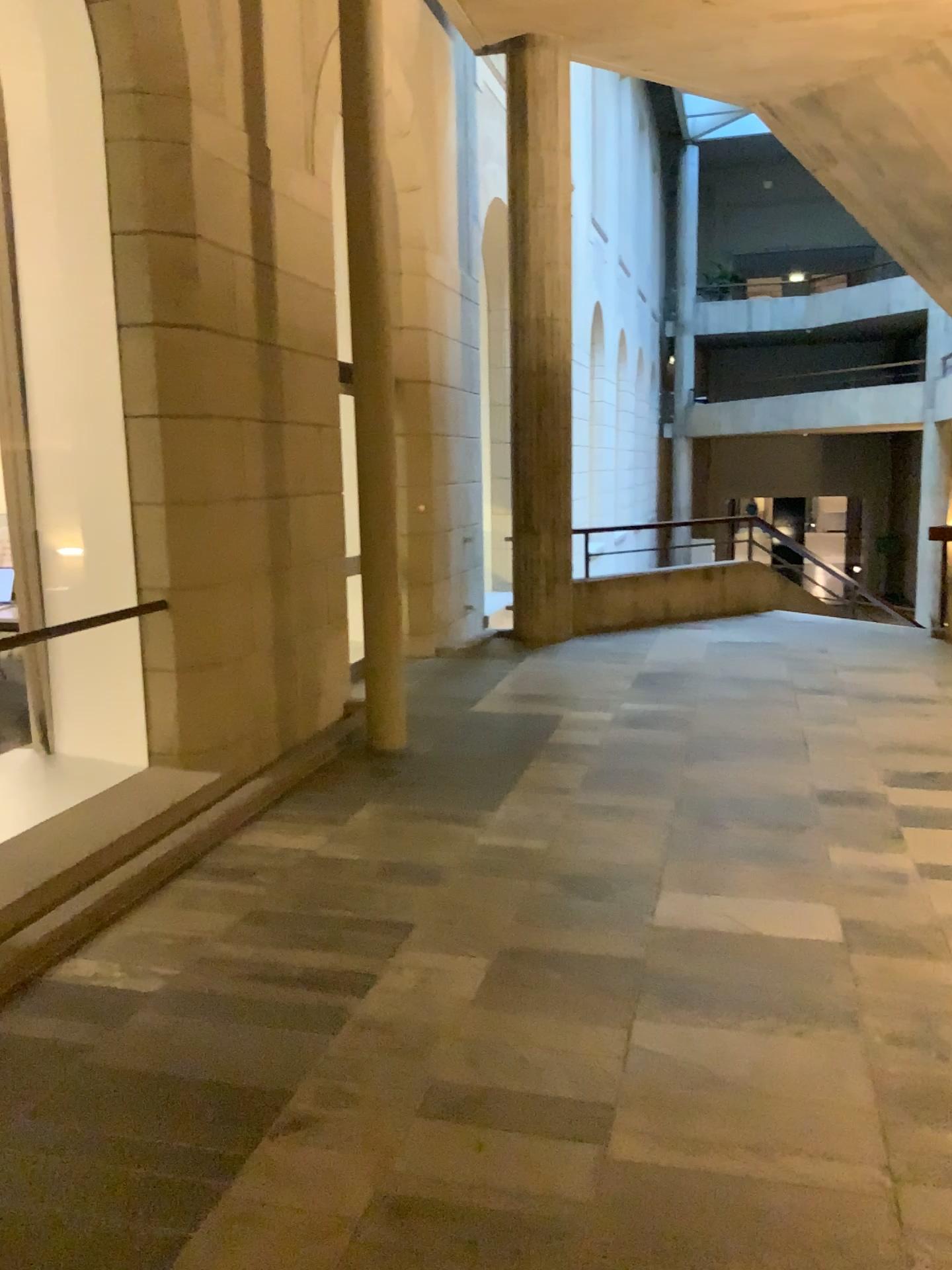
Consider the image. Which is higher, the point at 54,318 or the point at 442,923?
the point at 54,318
